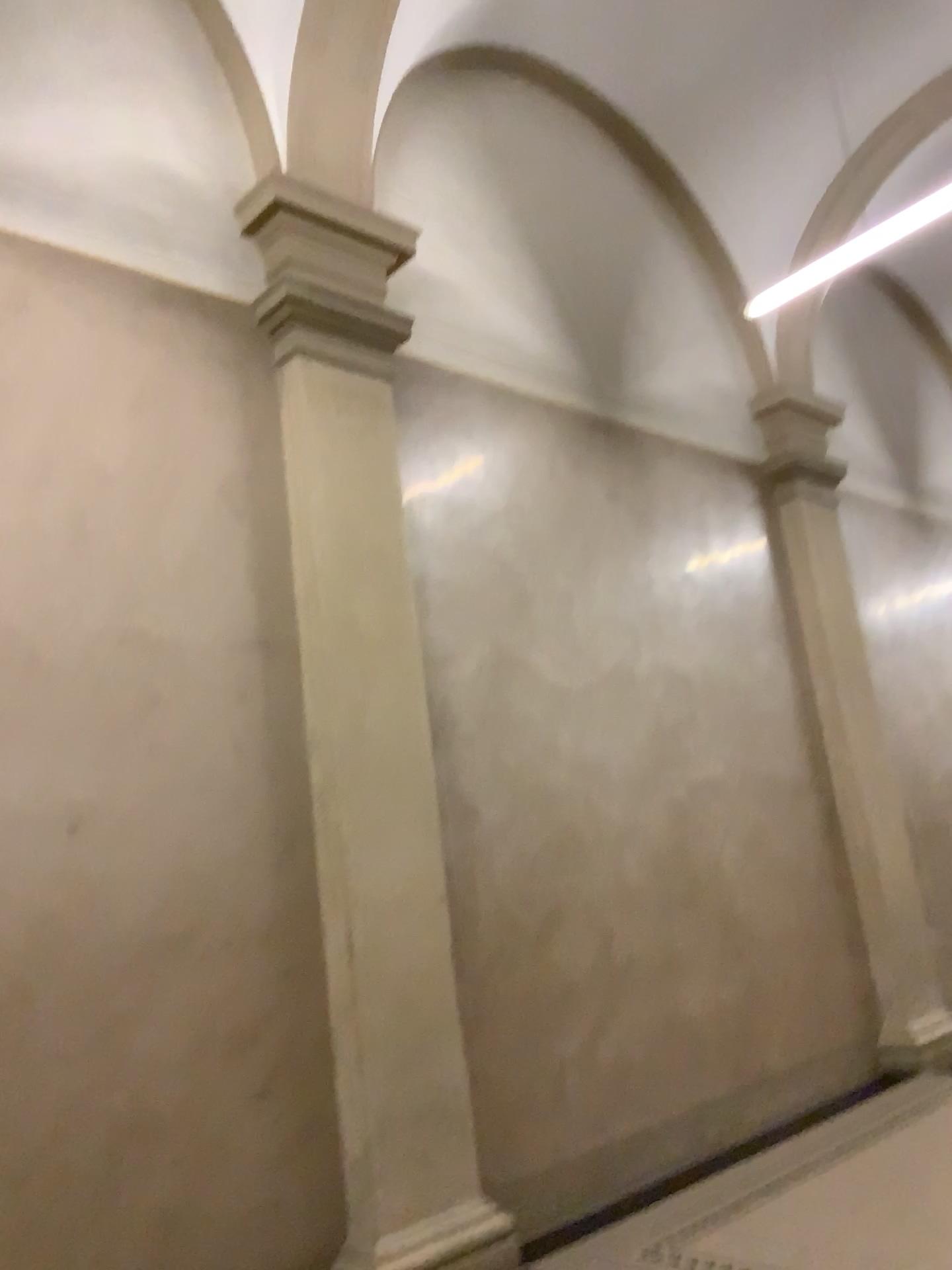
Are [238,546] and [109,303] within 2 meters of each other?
yes
